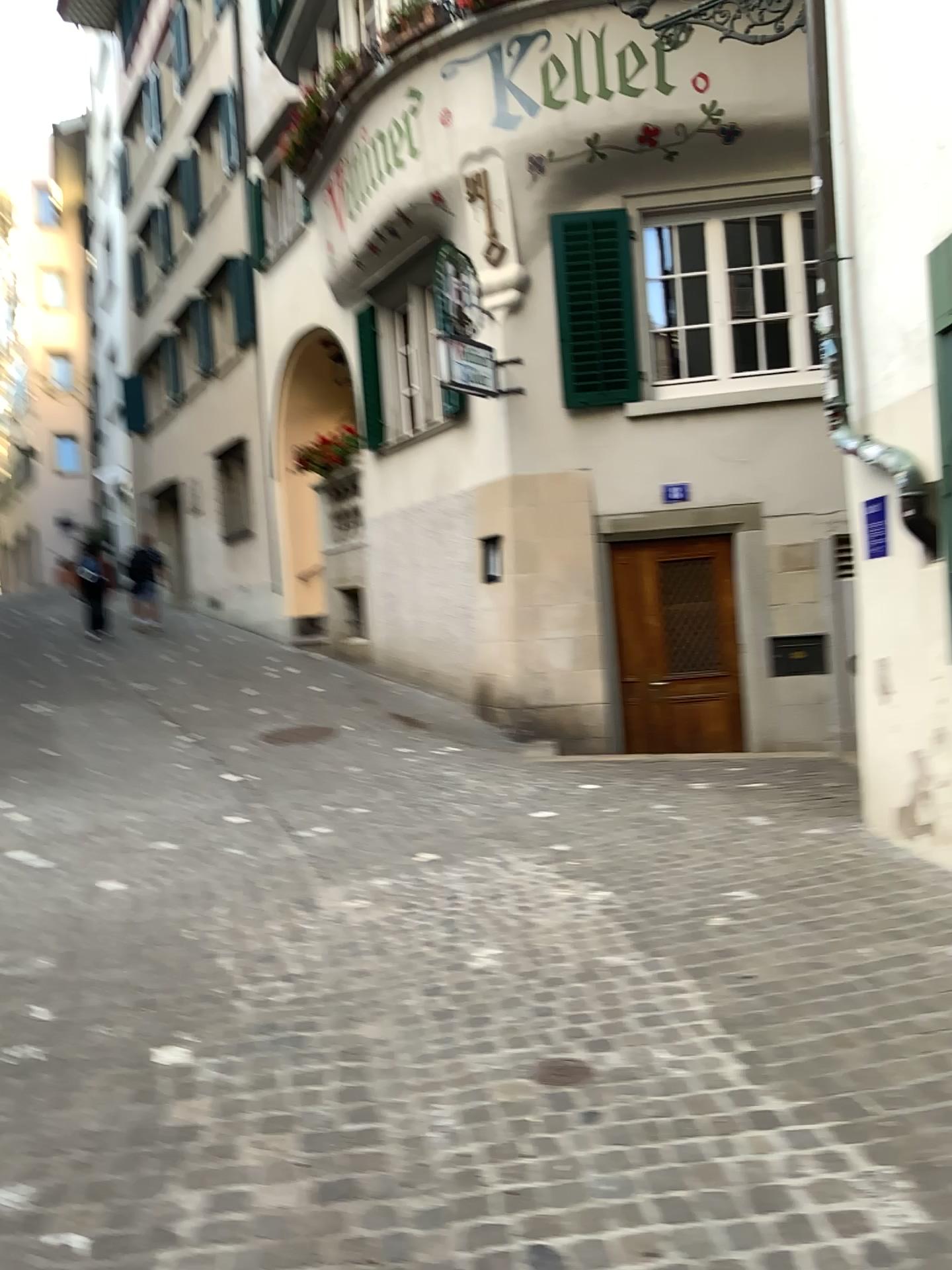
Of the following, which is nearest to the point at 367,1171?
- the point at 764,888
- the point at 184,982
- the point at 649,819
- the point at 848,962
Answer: the point at 184,982
